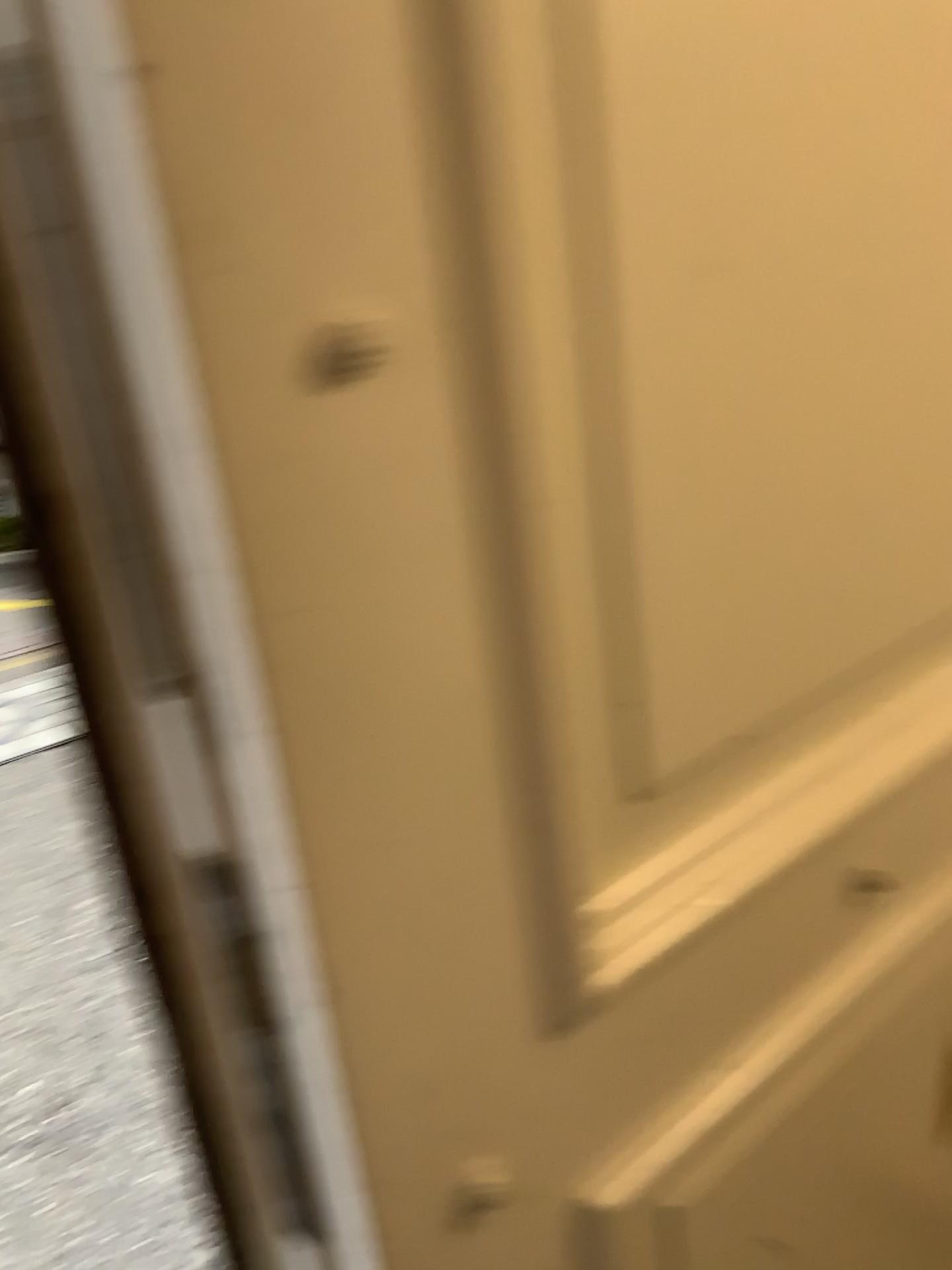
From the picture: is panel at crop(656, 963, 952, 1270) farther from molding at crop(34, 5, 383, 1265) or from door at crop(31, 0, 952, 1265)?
molding at crop(34, 5, 383, 1265)

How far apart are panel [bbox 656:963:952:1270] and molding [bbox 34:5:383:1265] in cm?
28

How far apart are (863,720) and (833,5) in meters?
0.4

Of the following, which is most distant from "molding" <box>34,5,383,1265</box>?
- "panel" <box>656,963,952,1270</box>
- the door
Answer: "panel" <box>656,963,952,1270</box>

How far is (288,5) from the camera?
0.4 meters

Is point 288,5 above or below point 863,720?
above

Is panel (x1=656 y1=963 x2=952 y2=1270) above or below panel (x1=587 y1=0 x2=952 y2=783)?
below

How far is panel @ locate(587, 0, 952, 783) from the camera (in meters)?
0.53

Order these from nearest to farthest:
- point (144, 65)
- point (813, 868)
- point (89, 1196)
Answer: point (144, 65) → point (813, 868) → point (89, 1196)

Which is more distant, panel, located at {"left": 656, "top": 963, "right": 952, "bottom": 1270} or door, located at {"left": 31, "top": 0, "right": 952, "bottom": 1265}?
panel, located at {"left": 656, "top": 963, "right": 952, "bottom": 1270}
